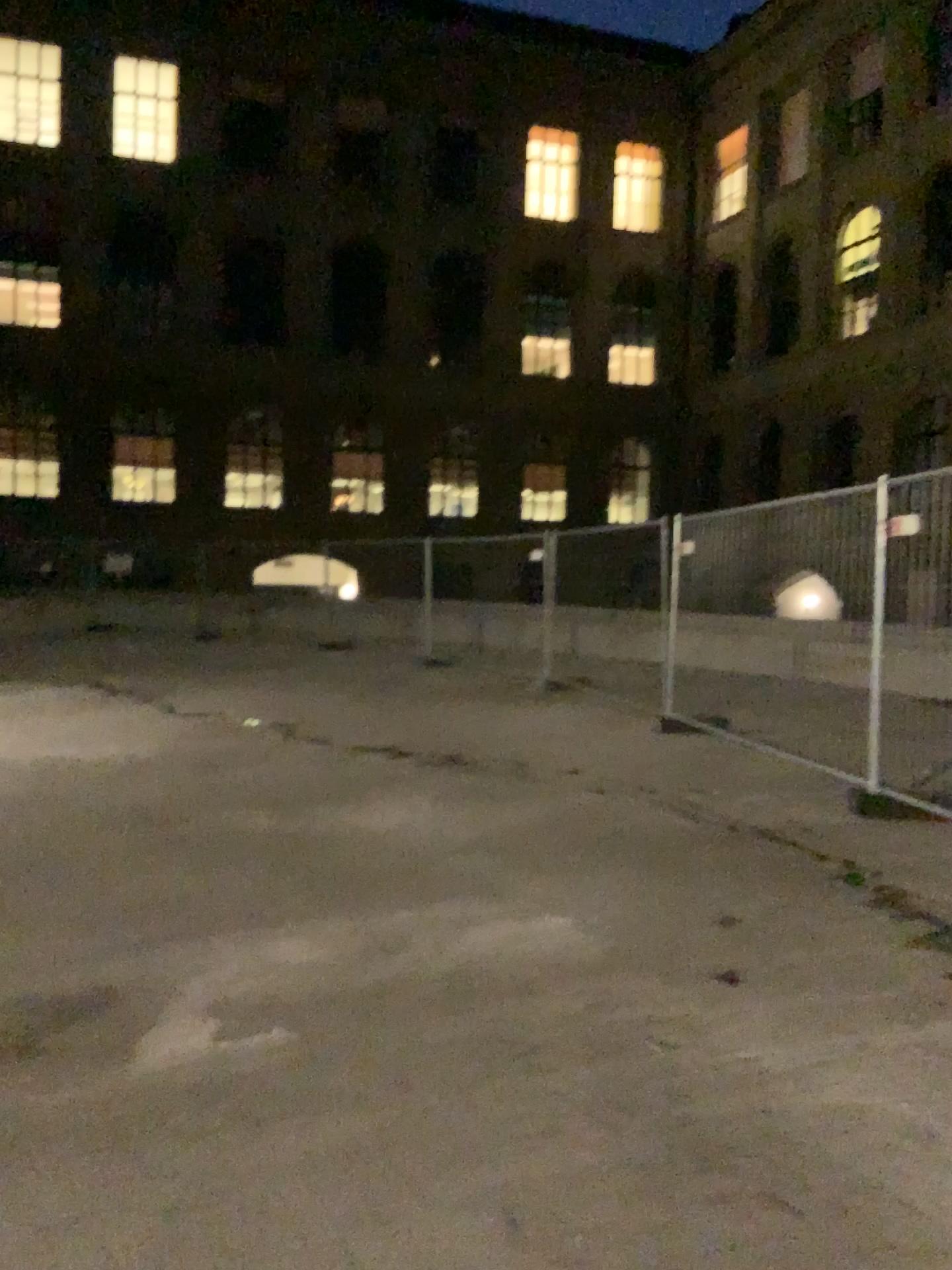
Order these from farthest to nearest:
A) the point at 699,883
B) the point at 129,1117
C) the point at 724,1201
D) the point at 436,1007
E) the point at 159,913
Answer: the point at 699,883, the point at 159,913, the point at 436,1007, the point at 129,1117, the point at 724,1201
